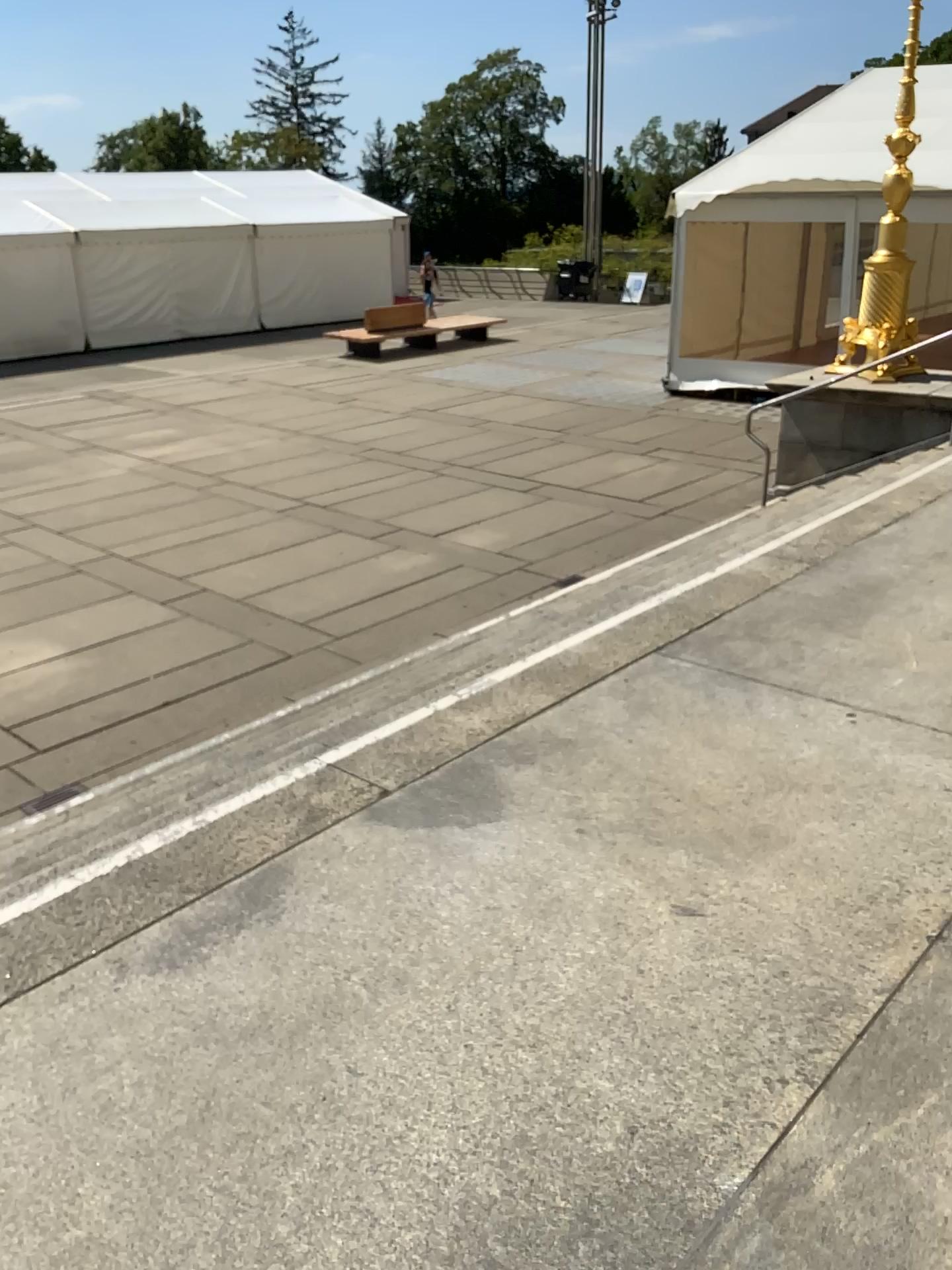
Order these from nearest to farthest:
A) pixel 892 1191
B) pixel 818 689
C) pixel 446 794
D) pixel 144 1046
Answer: pixel 892 1191 → pixel 144 1046 → pixel 446 794 → pixel 818 689
